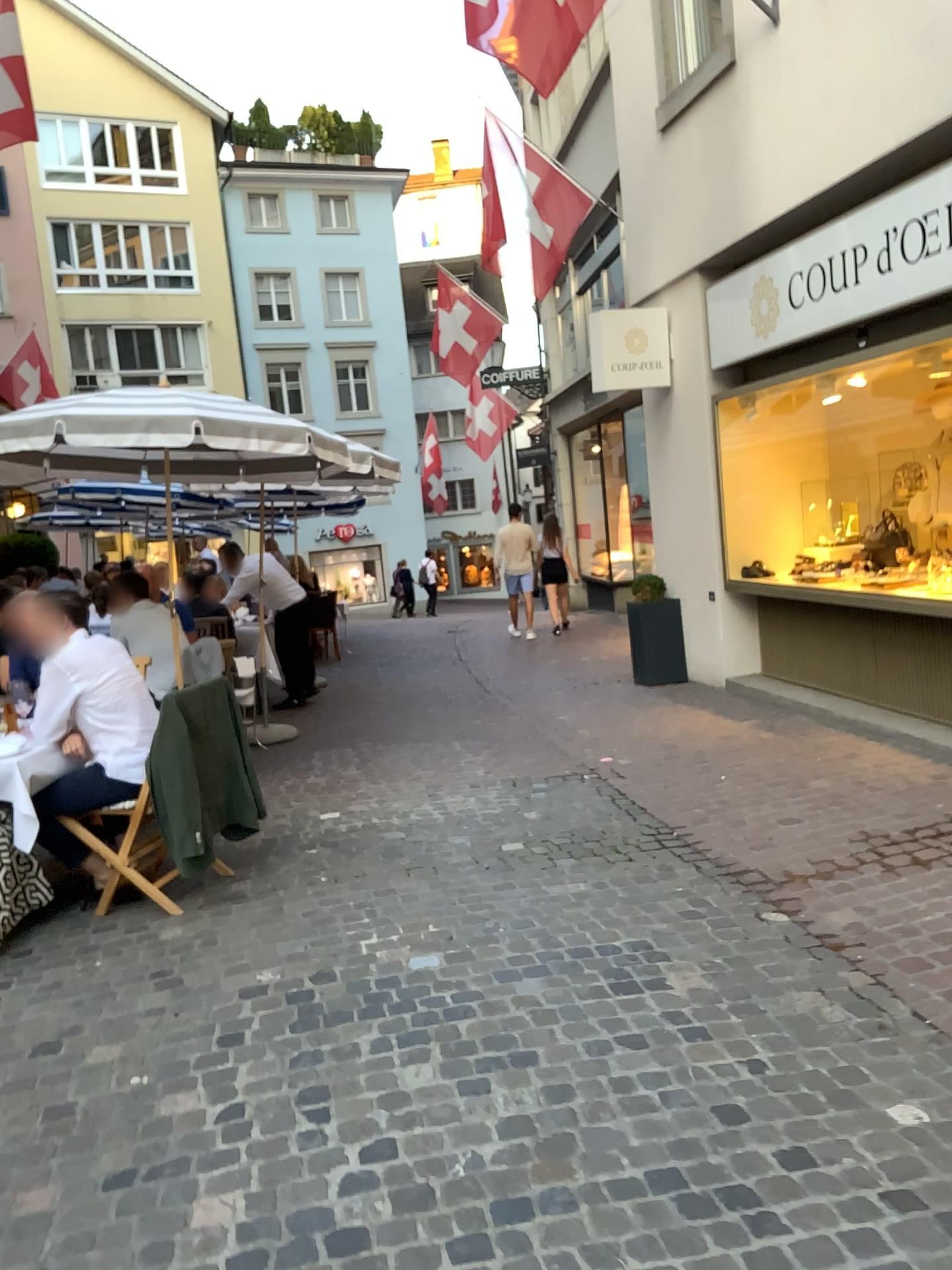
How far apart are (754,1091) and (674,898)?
1.4m

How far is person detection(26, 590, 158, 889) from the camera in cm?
424

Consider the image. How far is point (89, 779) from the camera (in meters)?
4.24
